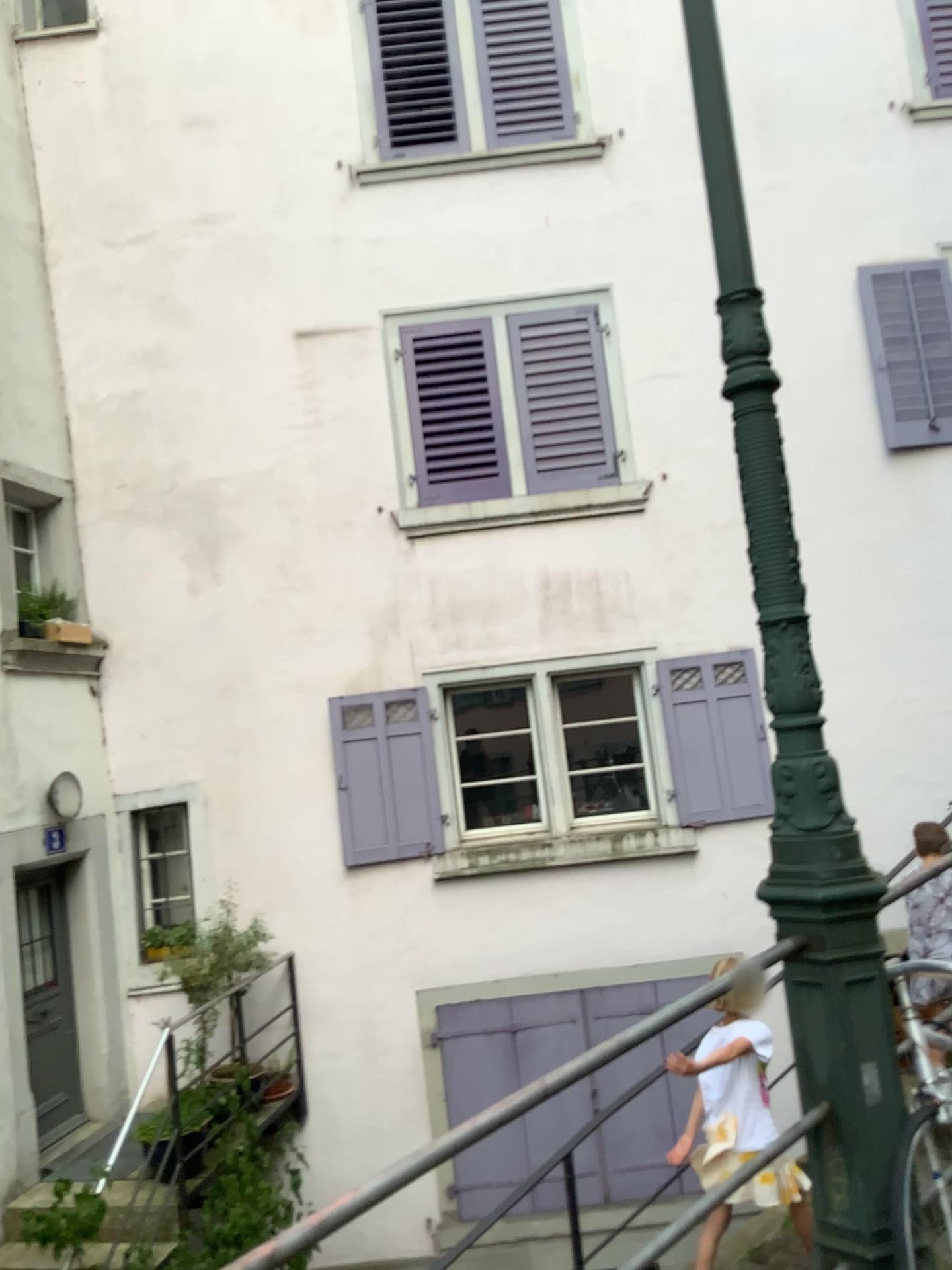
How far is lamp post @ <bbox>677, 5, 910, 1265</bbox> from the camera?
2.0m

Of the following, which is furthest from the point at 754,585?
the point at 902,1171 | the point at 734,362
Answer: the point at 902,1171

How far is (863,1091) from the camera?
2.0 meters
